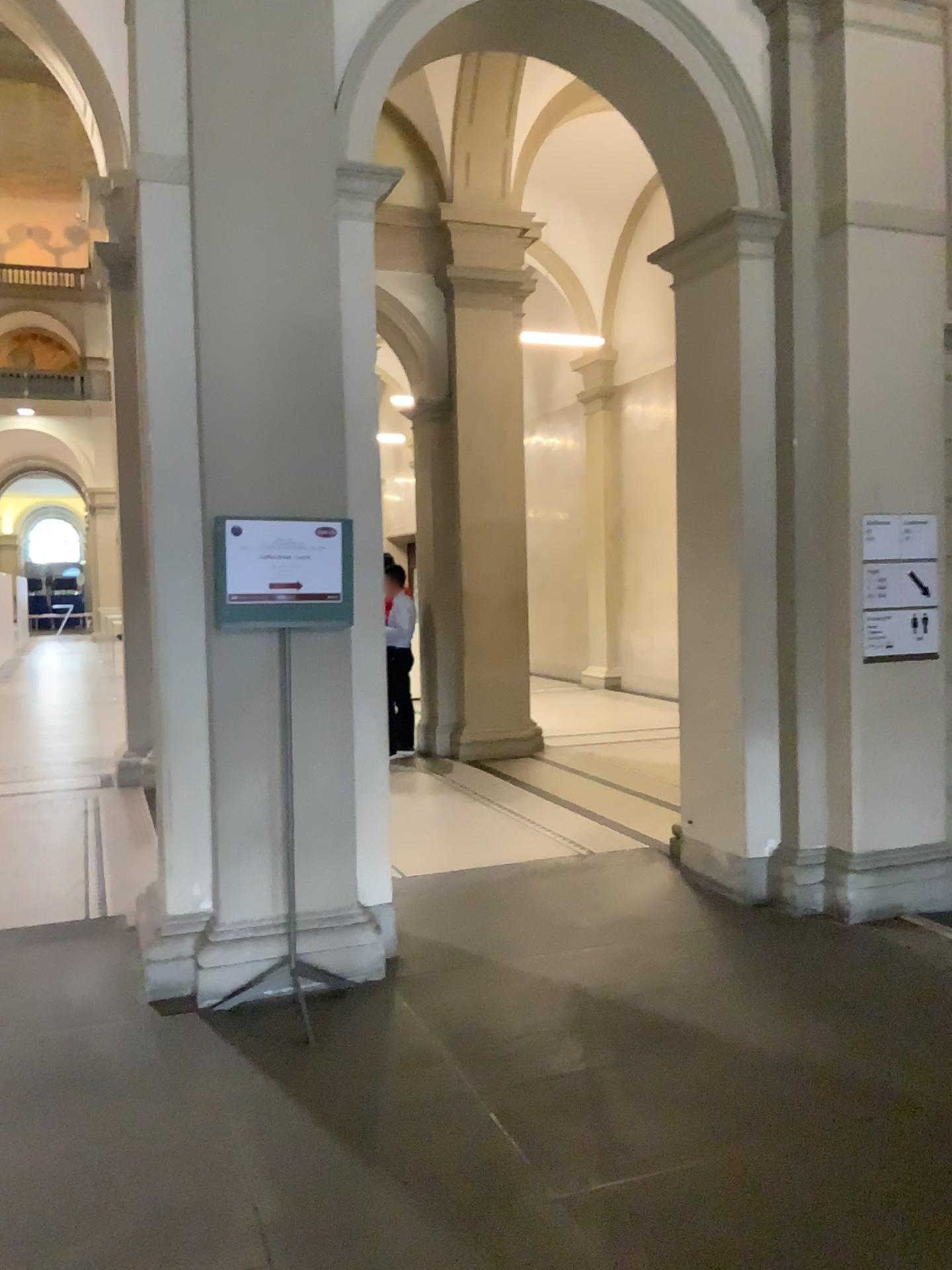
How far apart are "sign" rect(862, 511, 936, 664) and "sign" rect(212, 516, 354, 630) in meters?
2.4

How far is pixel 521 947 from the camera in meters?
4.4 m

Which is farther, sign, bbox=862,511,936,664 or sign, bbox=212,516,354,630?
sign, bbox=862,511,936,664

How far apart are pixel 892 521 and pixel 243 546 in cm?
291

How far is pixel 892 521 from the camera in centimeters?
481cm

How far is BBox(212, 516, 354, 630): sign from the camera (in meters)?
3.80

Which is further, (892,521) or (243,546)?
(892,521)

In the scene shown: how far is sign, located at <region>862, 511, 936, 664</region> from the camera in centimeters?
481cm
